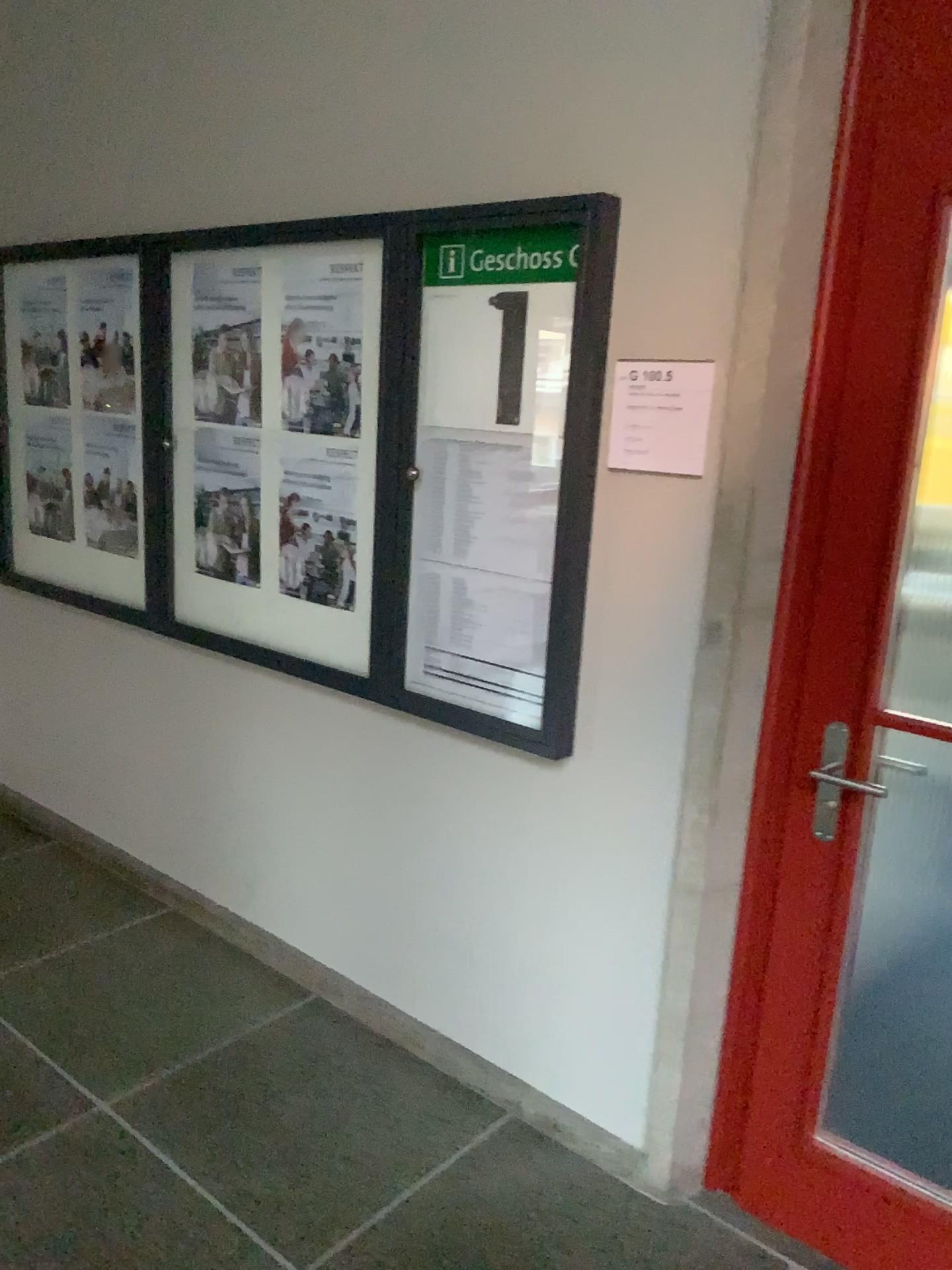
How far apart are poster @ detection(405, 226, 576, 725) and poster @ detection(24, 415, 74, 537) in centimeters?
161cm

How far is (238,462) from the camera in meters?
2.9 m

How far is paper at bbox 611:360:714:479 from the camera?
2.0 meters

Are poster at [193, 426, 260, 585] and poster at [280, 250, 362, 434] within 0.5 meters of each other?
yes

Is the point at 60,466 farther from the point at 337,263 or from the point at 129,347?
the point at 337,263

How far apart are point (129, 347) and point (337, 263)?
0.94m

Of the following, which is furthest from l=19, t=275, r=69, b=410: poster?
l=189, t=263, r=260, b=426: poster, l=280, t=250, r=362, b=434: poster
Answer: l=280, t=250, r=362, b=434: poster

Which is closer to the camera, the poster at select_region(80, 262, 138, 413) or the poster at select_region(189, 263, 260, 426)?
the poster at select_region(189, 263, 260, 426)

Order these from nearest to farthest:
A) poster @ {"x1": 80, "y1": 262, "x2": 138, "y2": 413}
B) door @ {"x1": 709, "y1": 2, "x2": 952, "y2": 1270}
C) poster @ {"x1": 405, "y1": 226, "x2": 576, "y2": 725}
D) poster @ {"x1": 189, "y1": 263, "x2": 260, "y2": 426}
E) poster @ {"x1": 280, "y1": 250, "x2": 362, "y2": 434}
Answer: door @ {"x1": 709, "y1": 2, "x2": 952, "y2": 1270}
poster @ {"x1": 405, "y1": 226, "x2": 576, "y2": 725}
poster @ {"x1": 280, "y1": 250, "x2": 362, "y2": 434}
poster @ {"x1": 189, "y1": 263, "x2": 260, "y2": 426}
poster @ {"x1": 80, "y1": 262, "x2": 138, "y2": 413}

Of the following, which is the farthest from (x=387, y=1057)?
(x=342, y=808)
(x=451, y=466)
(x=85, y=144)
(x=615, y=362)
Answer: (x=85, y=144)
